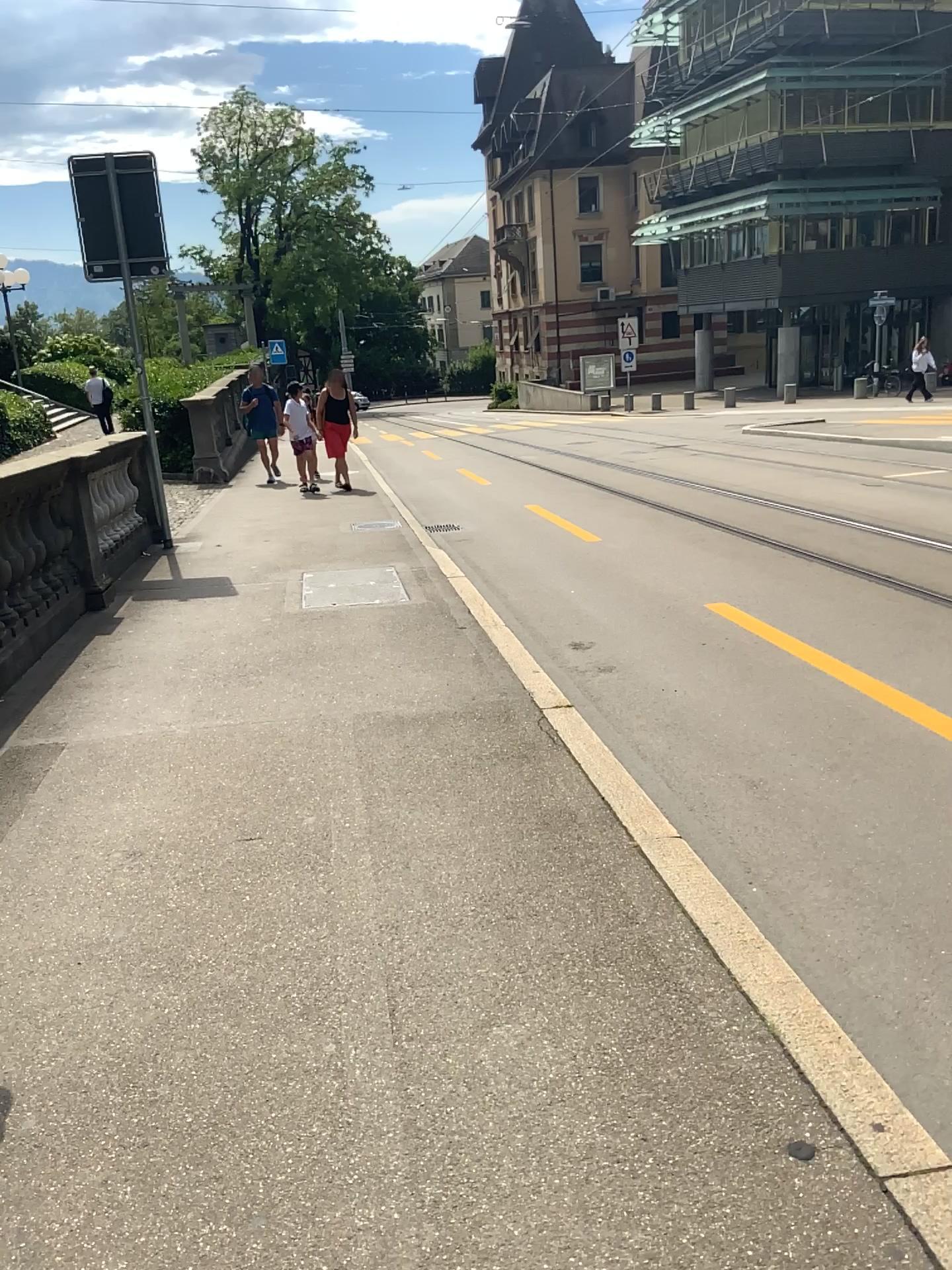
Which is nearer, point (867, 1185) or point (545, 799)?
point (867, 1185)
